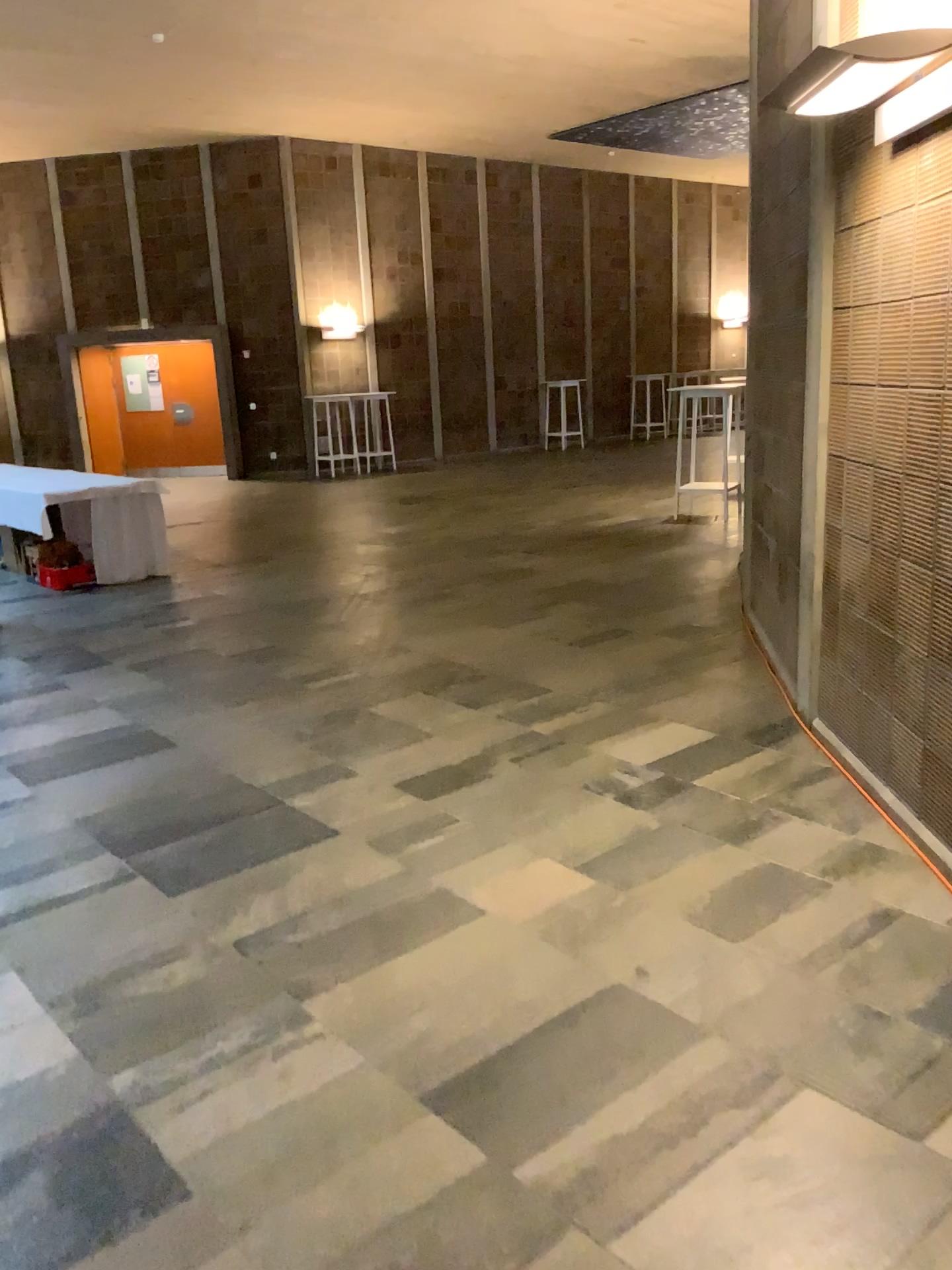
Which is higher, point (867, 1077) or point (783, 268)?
point (783, 268)
